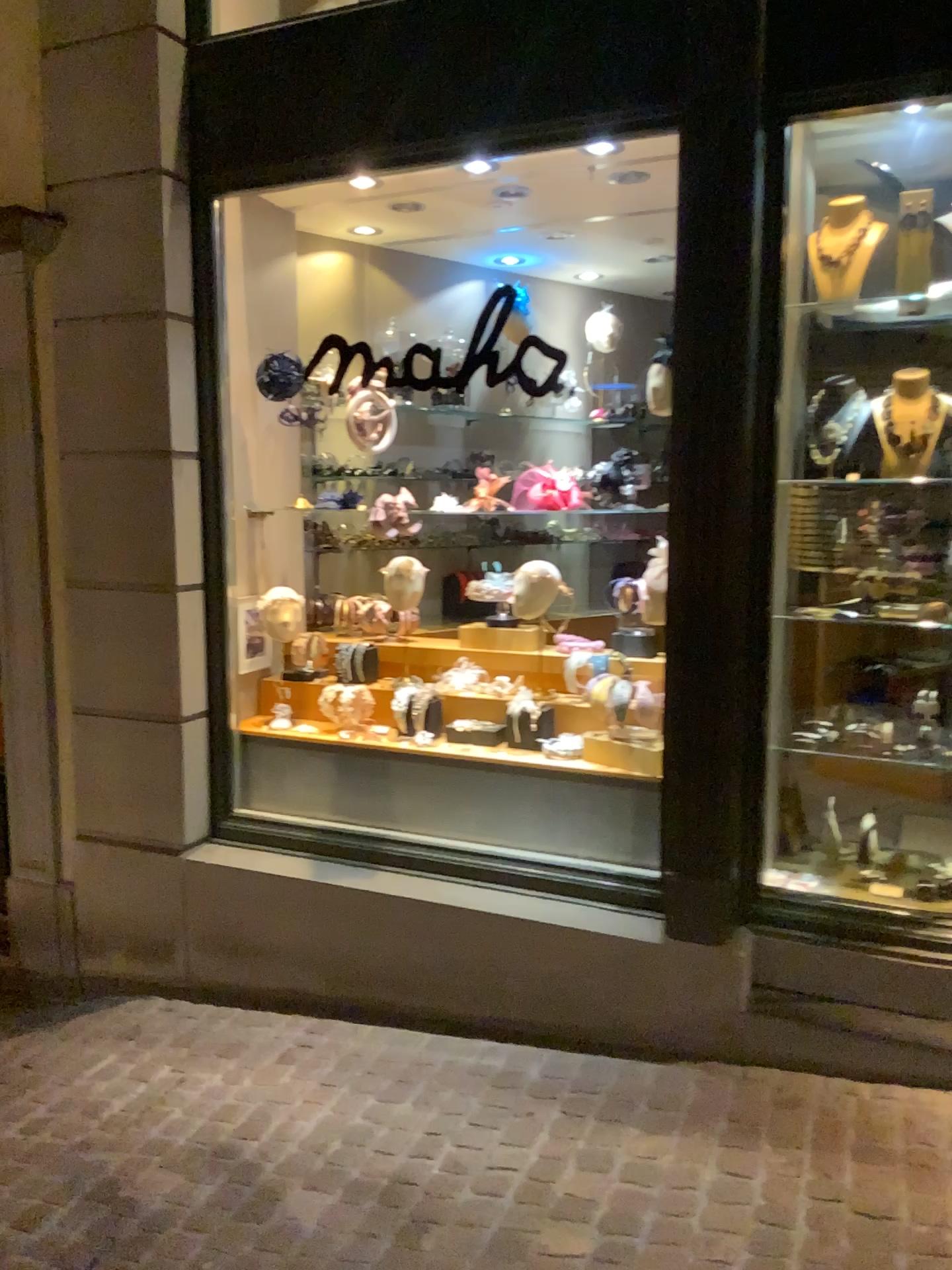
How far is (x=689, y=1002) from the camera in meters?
3.1 m
